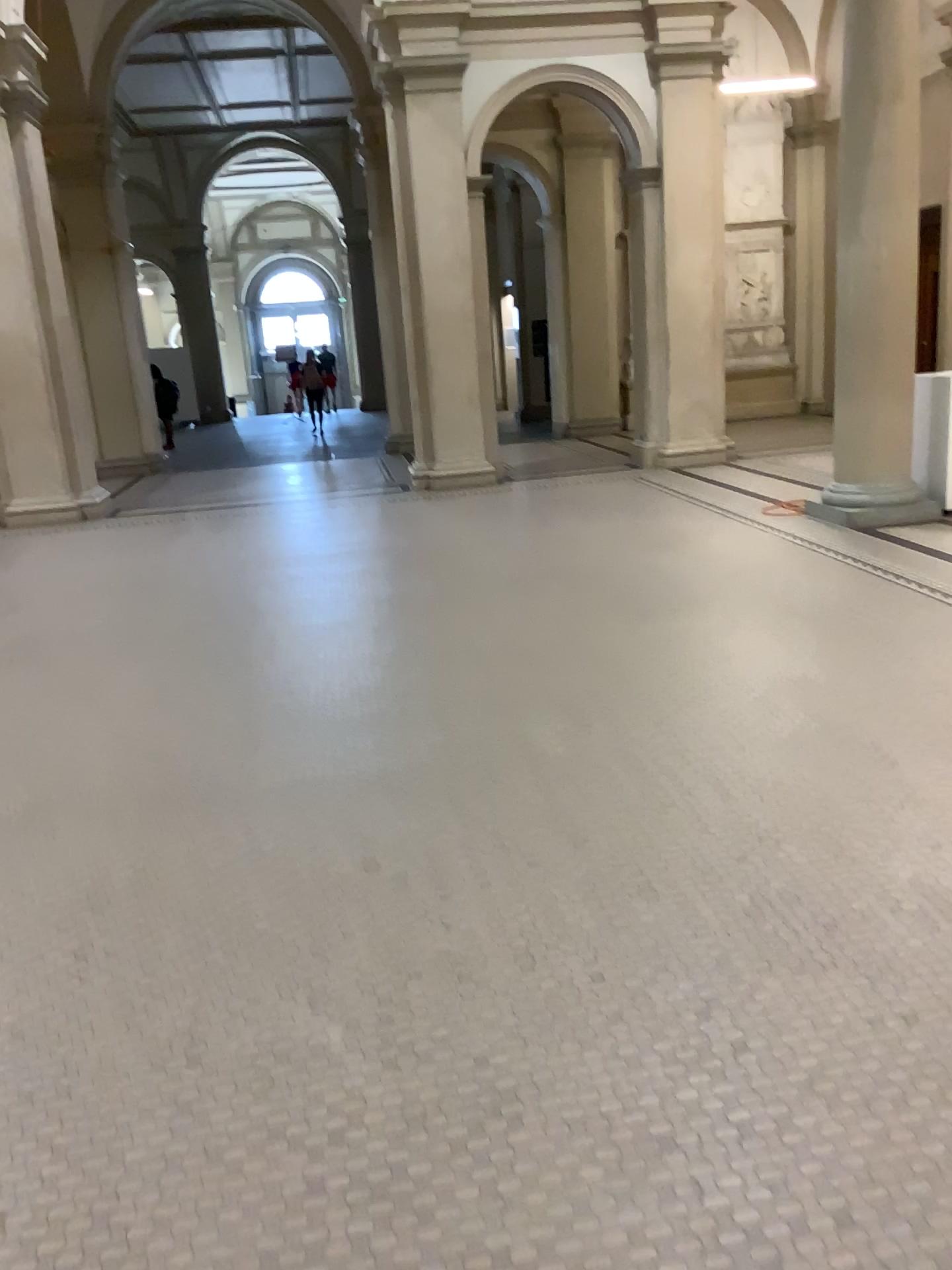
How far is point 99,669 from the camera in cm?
524
